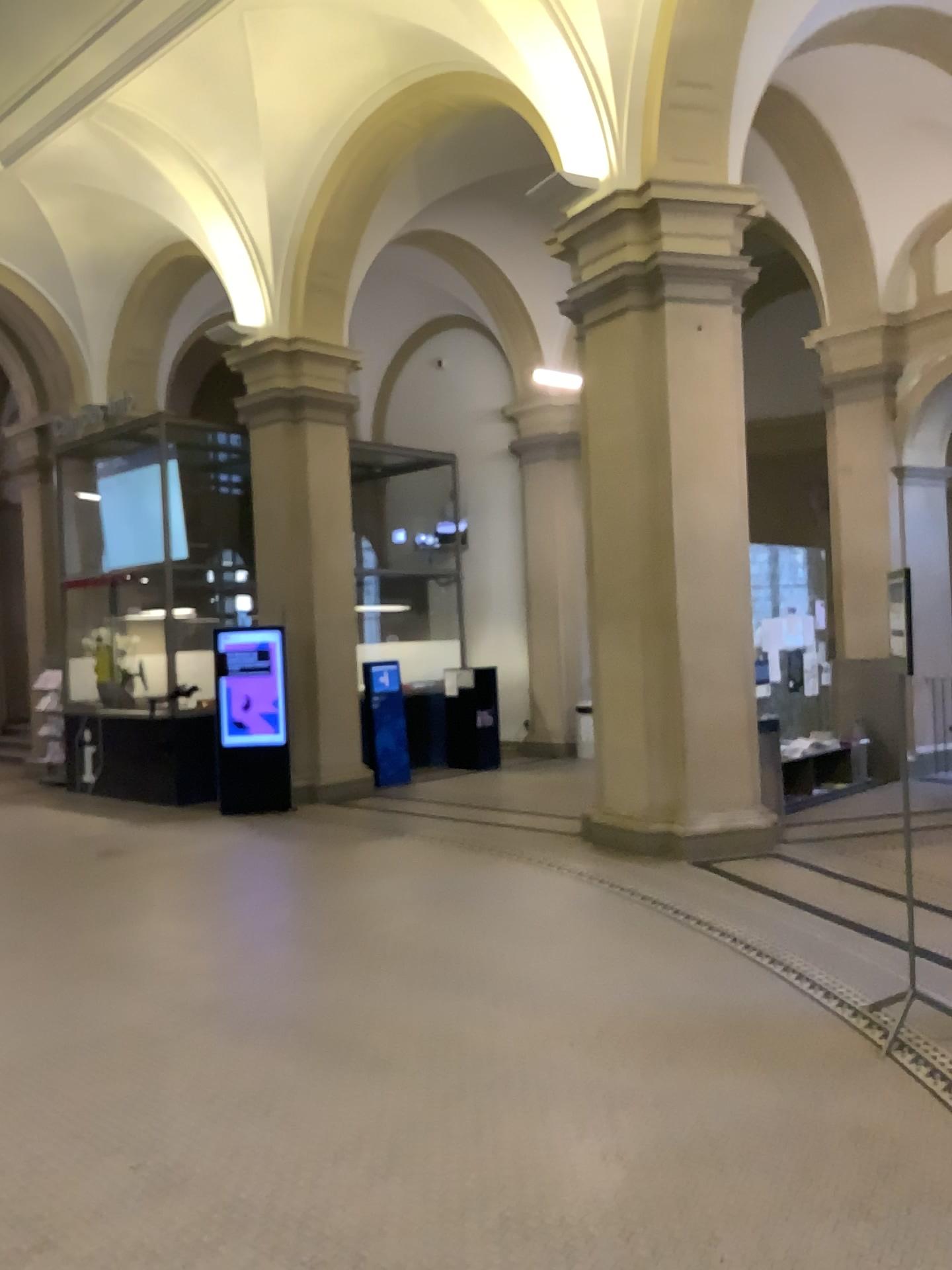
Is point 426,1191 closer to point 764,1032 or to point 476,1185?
point 476,1185
